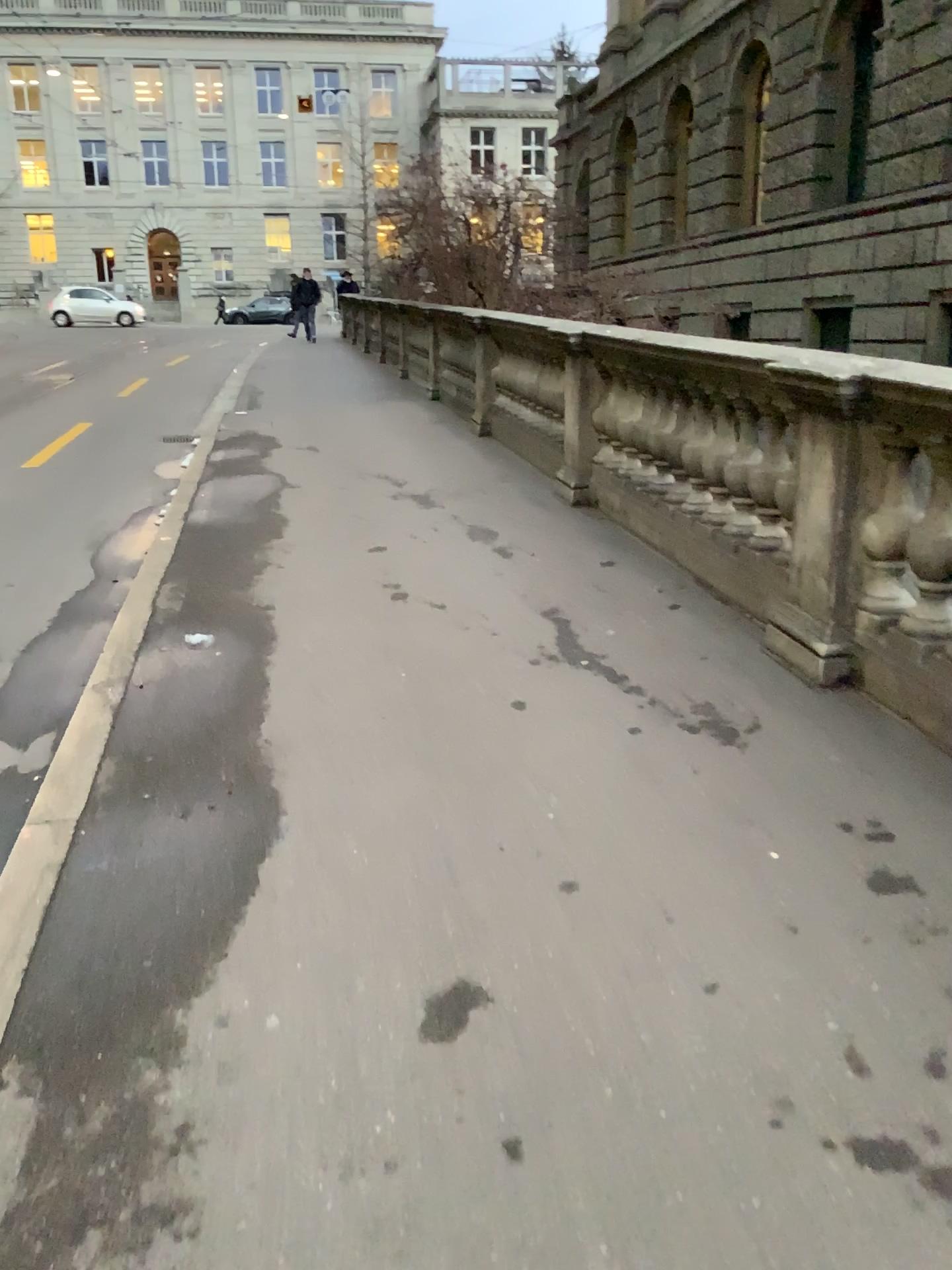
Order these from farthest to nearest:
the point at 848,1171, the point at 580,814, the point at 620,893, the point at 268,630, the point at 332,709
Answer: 1. the point at 268,630
2. the point at 332,709
3. the point at 580,814
4. the point at 620,893
5. the point at 848,1171
